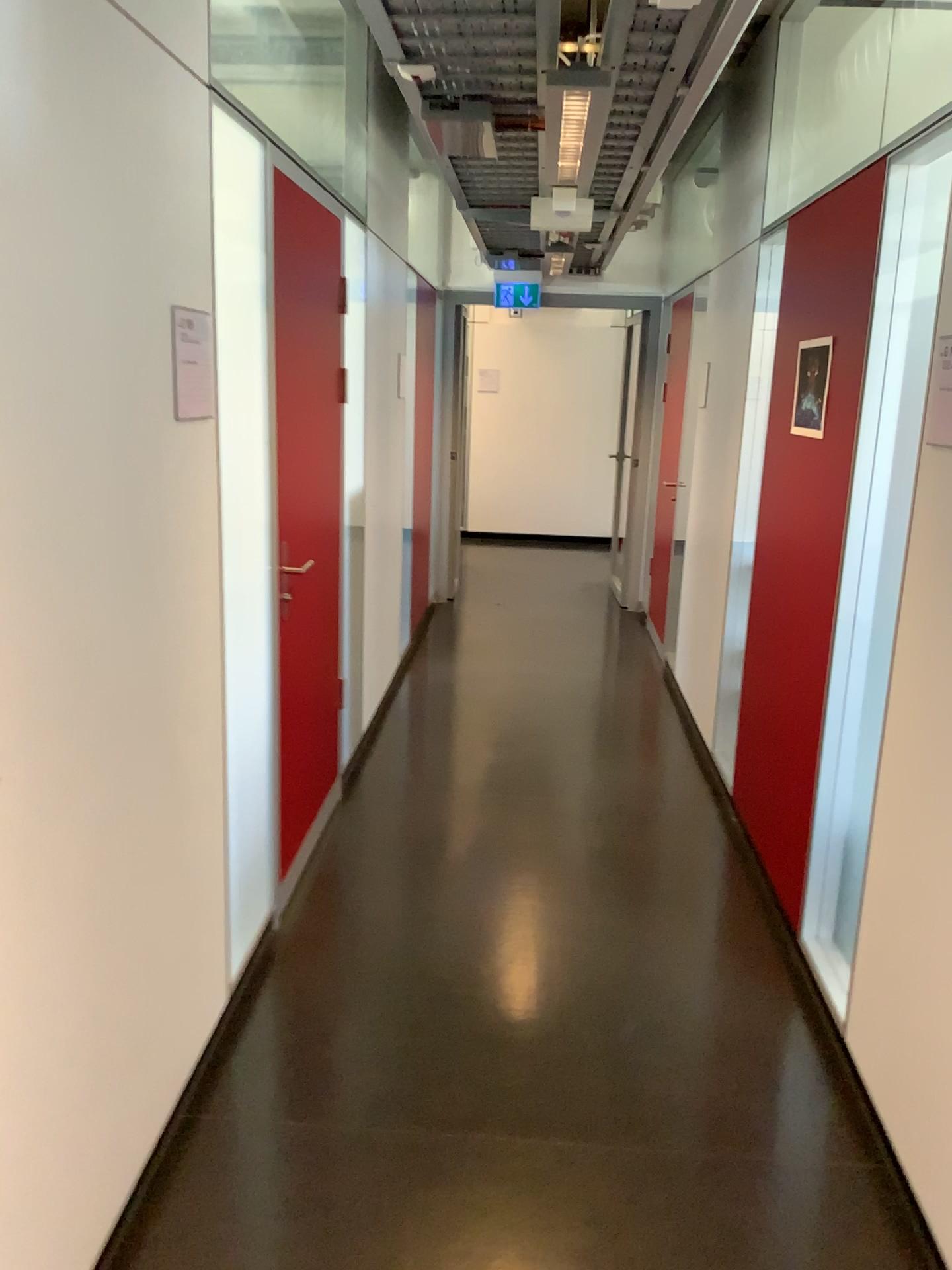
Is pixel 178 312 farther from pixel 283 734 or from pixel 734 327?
pixel 734 327

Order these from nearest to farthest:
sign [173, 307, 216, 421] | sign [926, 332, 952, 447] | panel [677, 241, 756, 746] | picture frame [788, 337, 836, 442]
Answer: sign [173, 307, 216, 421], sign [926, 332, 952, 447], picture frame [788, 337, 836, 442], panel [677, 241, 756, 746]

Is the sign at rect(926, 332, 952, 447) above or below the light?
below

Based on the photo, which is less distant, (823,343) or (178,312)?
(178,312)

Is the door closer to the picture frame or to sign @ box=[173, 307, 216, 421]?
sign @ box=[173, 307, 216, 421]

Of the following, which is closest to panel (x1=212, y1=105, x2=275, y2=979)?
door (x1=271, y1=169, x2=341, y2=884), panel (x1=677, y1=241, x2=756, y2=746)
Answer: door (x1=271, y1=169, x2=341, y2=884)

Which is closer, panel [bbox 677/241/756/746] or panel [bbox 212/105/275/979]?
panel [bbox 212/105/275/979]

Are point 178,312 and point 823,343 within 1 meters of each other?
no

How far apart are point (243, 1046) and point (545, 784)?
1.99m

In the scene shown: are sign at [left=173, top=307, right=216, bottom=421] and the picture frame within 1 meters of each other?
no
